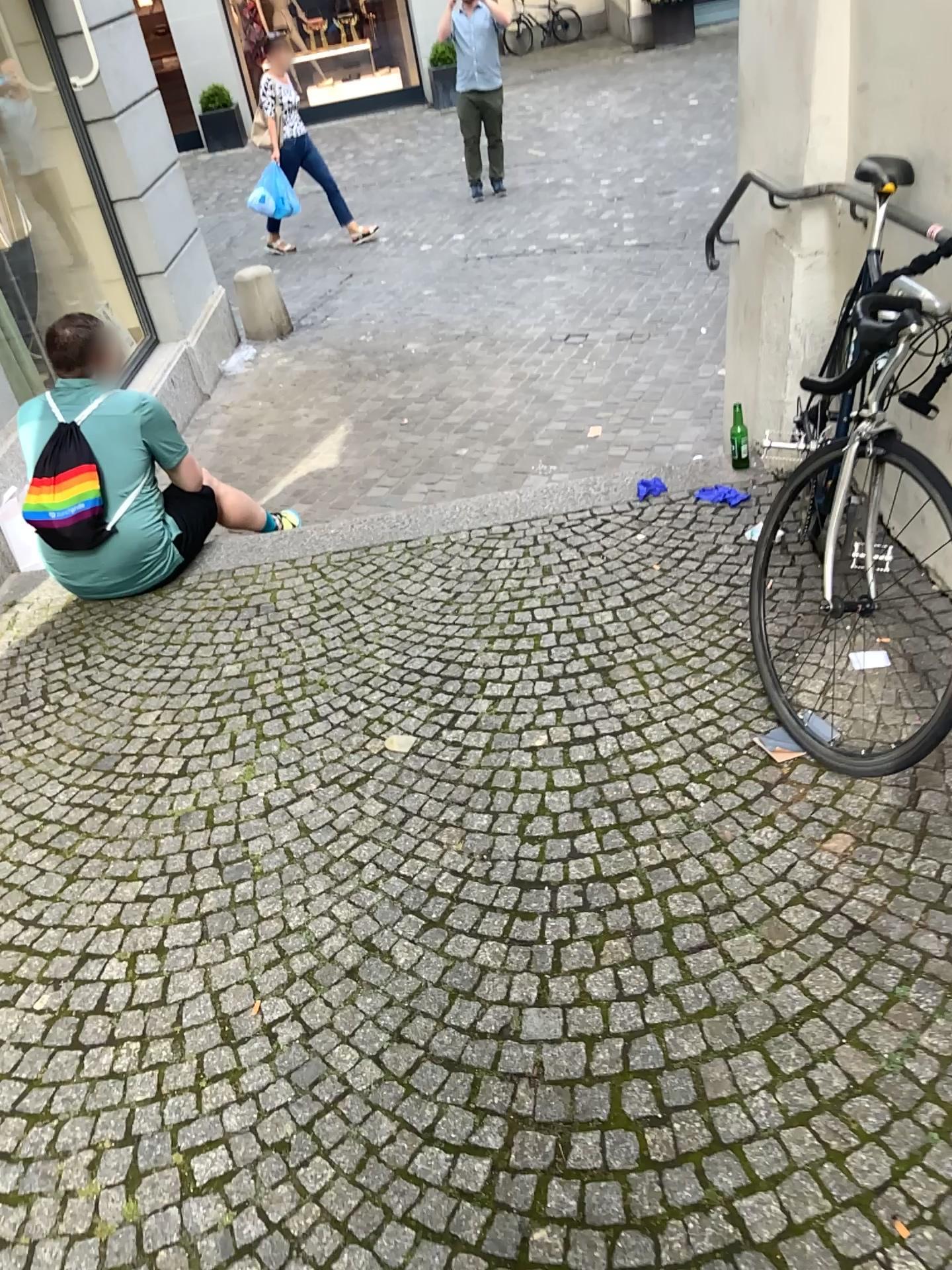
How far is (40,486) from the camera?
3.3 meters

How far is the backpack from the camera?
3.3m

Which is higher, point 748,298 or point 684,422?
point 748,298
